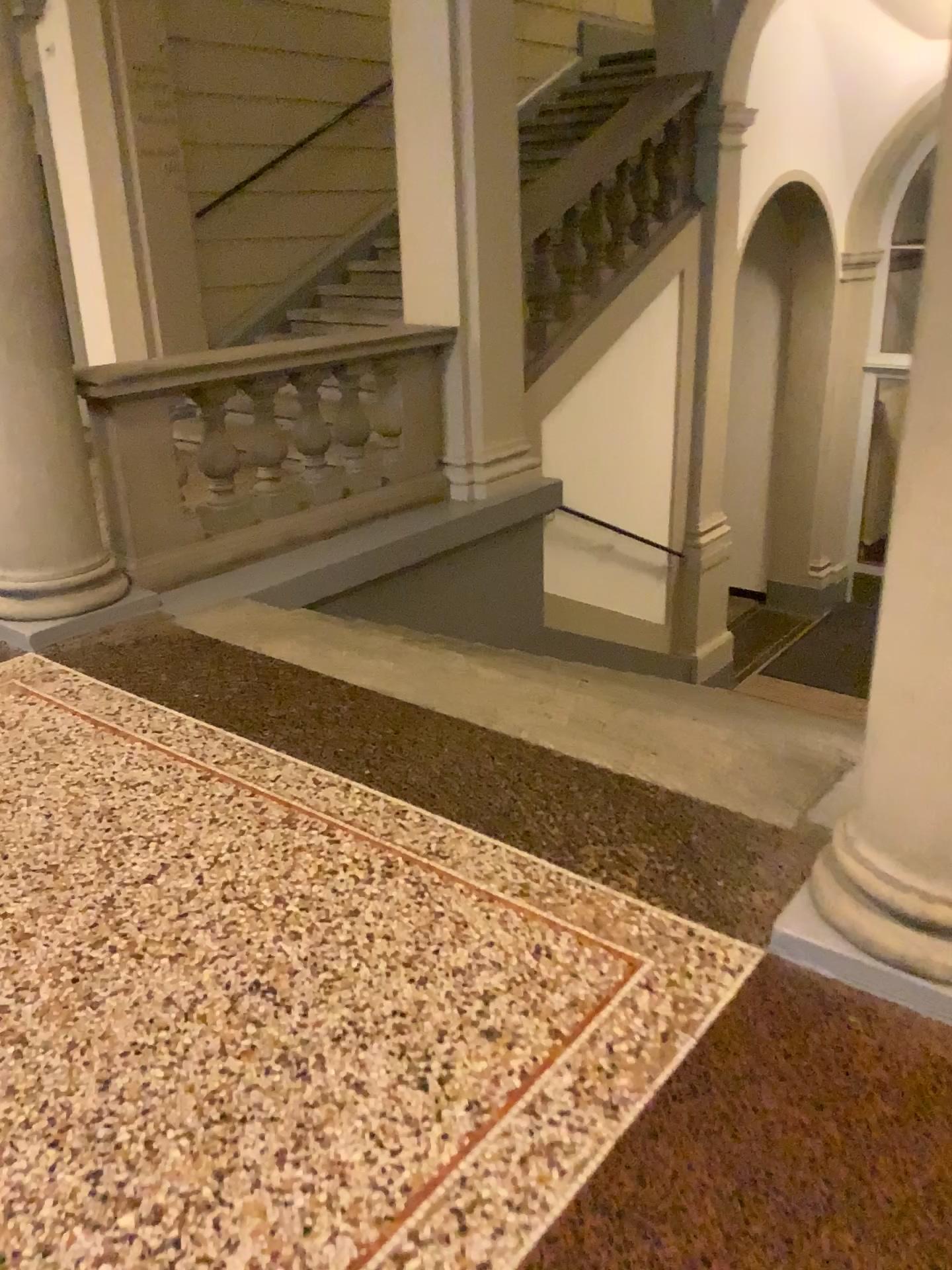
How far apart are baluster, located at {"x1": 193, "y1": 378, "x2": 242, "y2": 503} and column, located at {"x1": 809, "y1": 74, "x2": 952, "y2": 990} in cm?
317

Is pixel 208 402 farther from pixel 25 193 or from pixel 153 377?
pixel 25 193

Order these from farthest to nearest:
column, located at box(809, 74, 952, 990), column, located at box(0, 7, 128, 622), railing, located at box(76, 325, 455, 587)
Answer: A: railing, located at box(76, 325, 455, 587) < column, located at box(0, 7, 128, 622) < column, located at box(809, 74, 952, 990)

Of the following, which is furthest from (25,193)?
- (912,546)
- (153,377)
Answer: (912,546)

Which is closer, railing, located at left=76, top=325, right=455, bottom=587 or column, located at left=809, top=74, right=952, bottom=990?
column, located at left=809, top=74, right=952, bottom=990

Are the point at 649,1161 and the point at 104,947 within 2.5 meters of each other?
yes

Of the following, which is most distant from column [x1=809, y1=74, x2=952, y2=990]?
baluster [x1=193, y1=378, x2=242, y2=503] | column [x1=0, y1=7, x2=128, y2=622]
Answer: baluster [x1=193, y1=378, x2=242, y2=503]

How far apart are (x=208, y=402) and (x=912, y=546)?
3.3 meters

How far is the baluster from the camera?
4.4m

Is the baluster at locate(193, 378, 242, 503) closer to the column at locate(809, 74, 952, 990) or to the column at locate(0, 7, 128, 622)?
the column at locate(0, 7, 128, 622)
